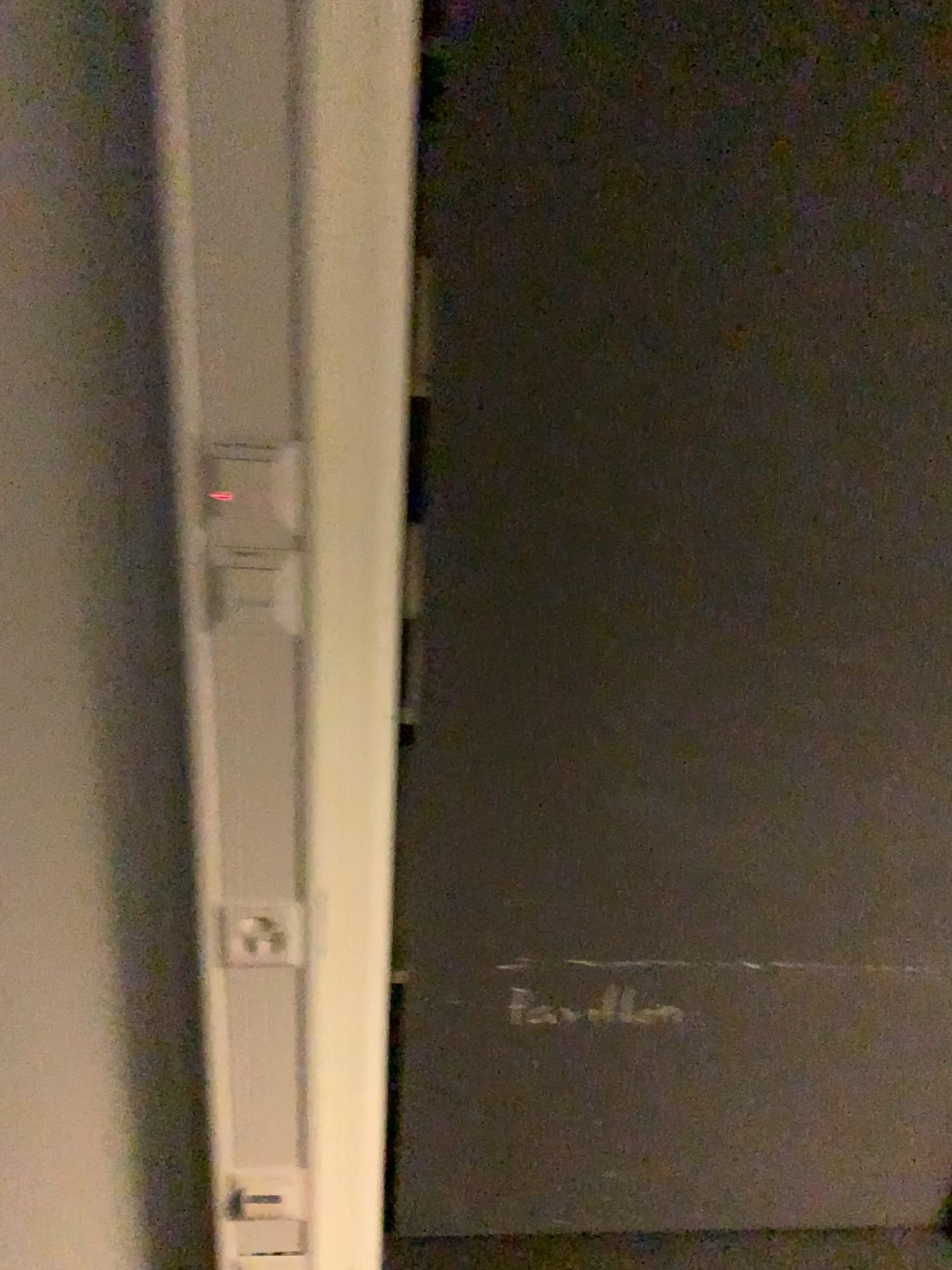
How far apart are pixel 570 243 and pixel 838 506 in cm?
41
